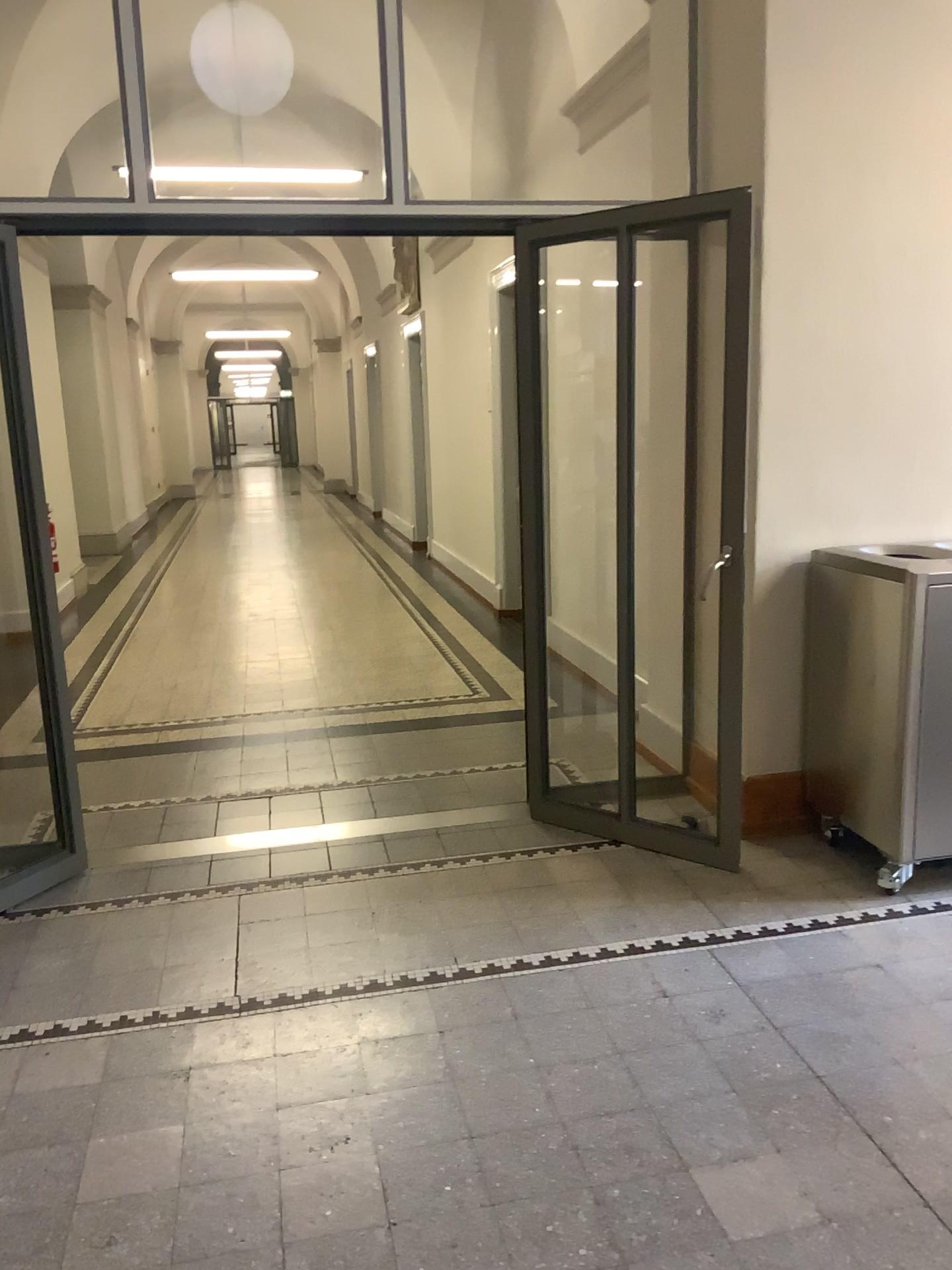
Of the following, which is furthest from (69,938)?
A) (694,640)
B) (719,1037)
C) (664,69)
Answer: (664,69)

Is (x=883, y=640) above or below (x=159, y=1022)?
Result: above

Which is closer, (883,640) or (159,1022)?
(159,1022)

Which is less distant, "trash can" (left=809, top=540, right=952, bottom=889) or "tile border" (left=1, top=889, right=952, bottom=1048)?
"tile border" (left=1, top=889, right=952, bottom=1048)
